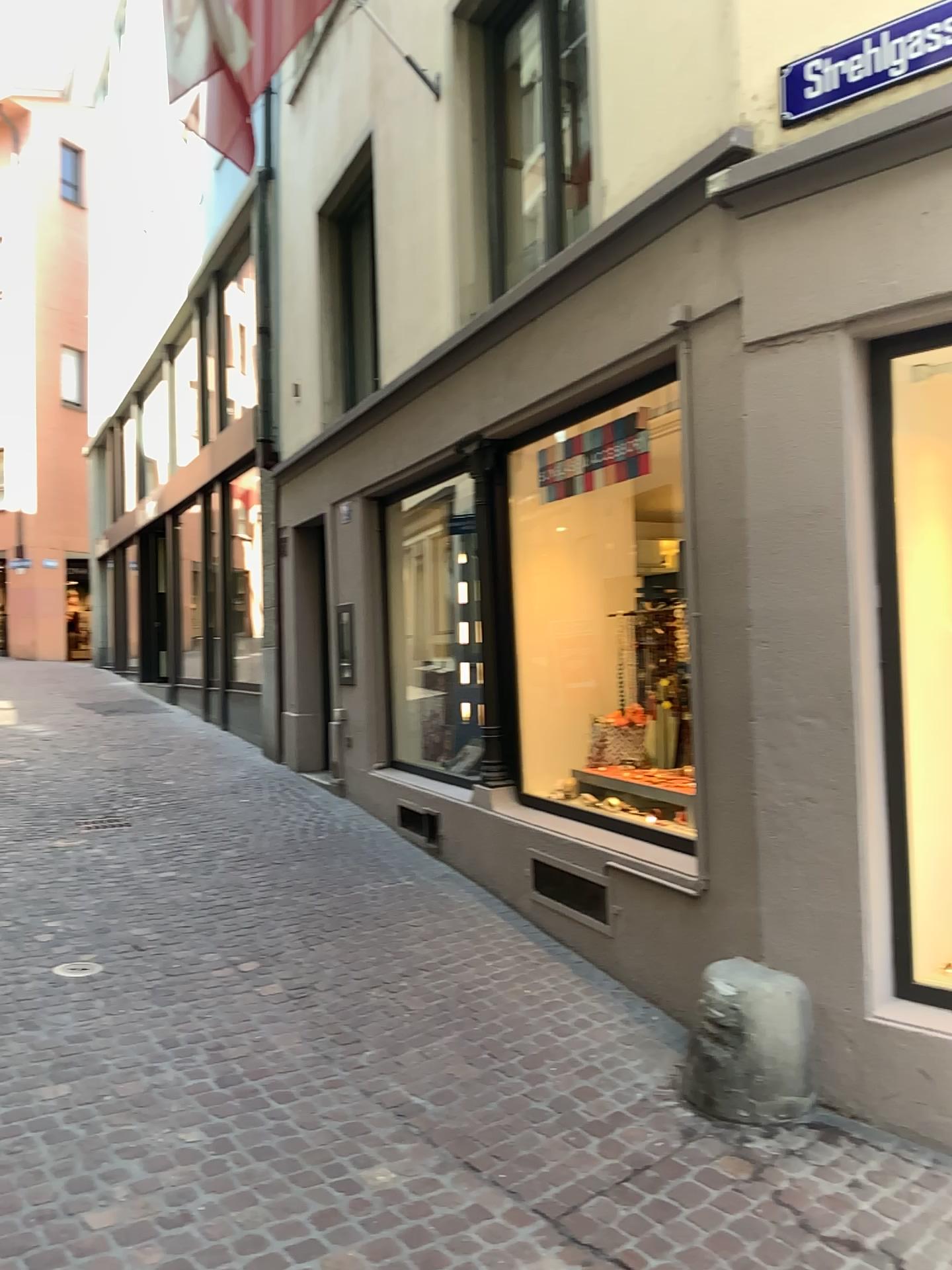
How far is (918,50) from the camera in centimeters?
327cm

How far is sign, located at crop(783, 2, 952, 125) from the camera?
3.27m

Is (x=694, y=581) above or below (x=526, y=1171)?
above
